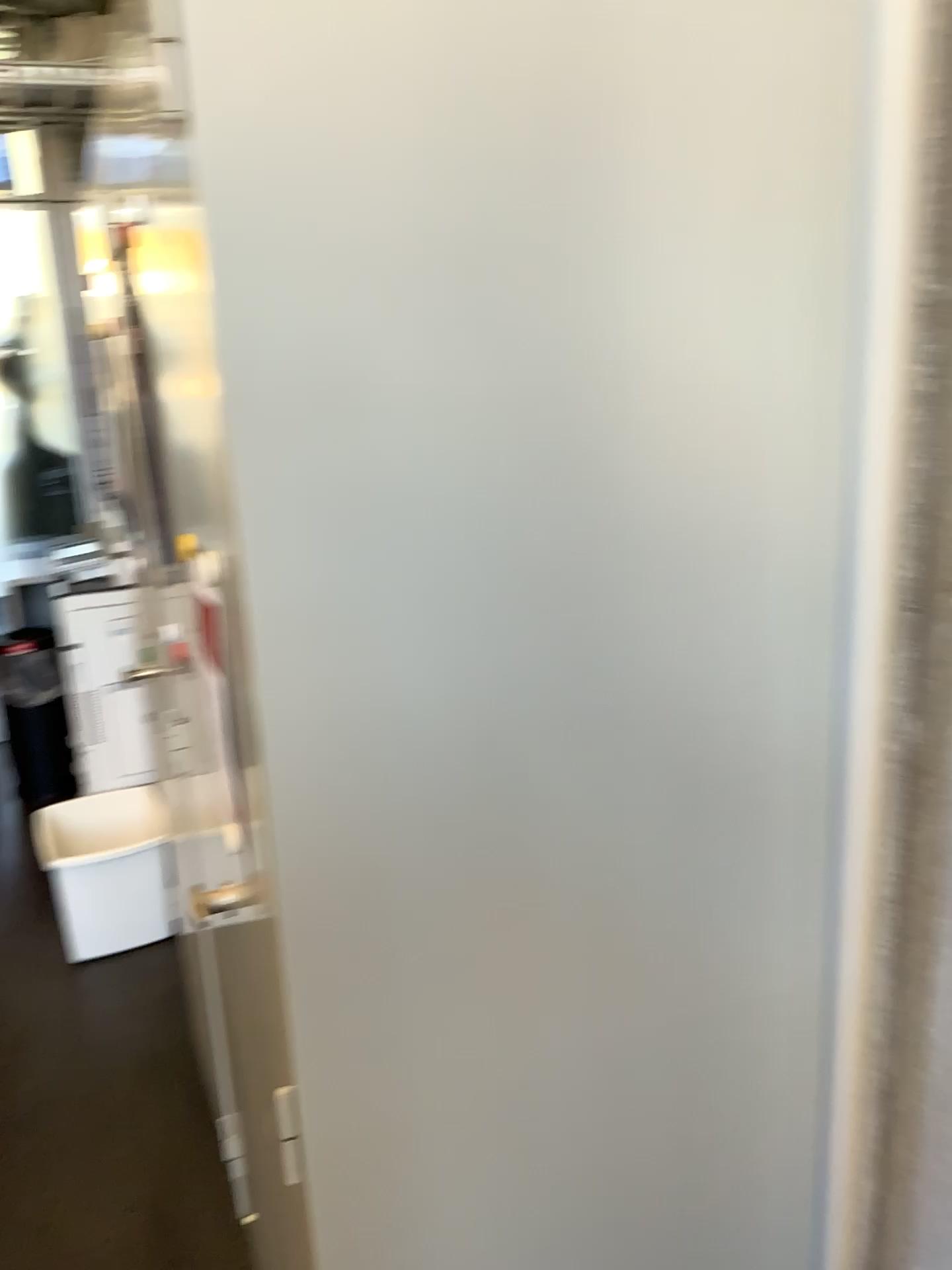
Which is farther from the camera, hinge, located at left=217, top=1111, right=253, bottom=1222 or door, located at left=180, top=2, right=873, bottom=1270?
hinge, located at left=217, top=1111, right=253, bottom=1222

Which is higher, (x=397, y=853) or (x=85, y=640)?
(x=397, y=853)

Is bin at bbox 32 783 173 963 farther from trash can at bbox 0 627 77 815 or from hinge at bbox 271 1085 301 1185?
hinge at bbox 271 1085 301 1185

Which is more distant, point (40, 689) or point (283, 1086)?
point (40, 689)

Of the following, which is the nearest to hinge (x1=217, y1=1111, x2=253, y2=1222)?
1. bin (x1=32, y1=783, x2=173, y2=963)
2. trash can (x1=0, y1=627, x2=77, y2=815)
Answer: bin (x1=32, y1=783, x2=173, y2=963)

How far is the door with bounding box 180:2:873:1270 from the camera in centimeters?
69cm

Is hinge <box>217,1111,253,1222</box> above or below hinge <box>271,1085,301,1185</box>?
below

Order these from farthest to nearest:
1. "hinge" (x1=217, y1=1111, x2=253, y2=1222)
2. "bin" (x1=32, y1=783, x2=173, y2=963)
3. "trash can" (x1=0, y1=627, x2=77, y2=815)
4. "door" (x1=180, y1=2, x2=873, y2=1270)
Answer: "trash can" (x1=0, y1=627, x2=77, y2=815) < "bin" (x1=32, y1=783, x2=173, y2=963) < "hinge" (x1=217, y1=1111, x2=253, y2=1222) < "door" (x1=180, y1=2, x2=873, y2=1270)

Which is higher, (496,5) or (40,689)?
(496,5)

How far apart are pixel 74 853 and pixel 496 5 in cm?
258
